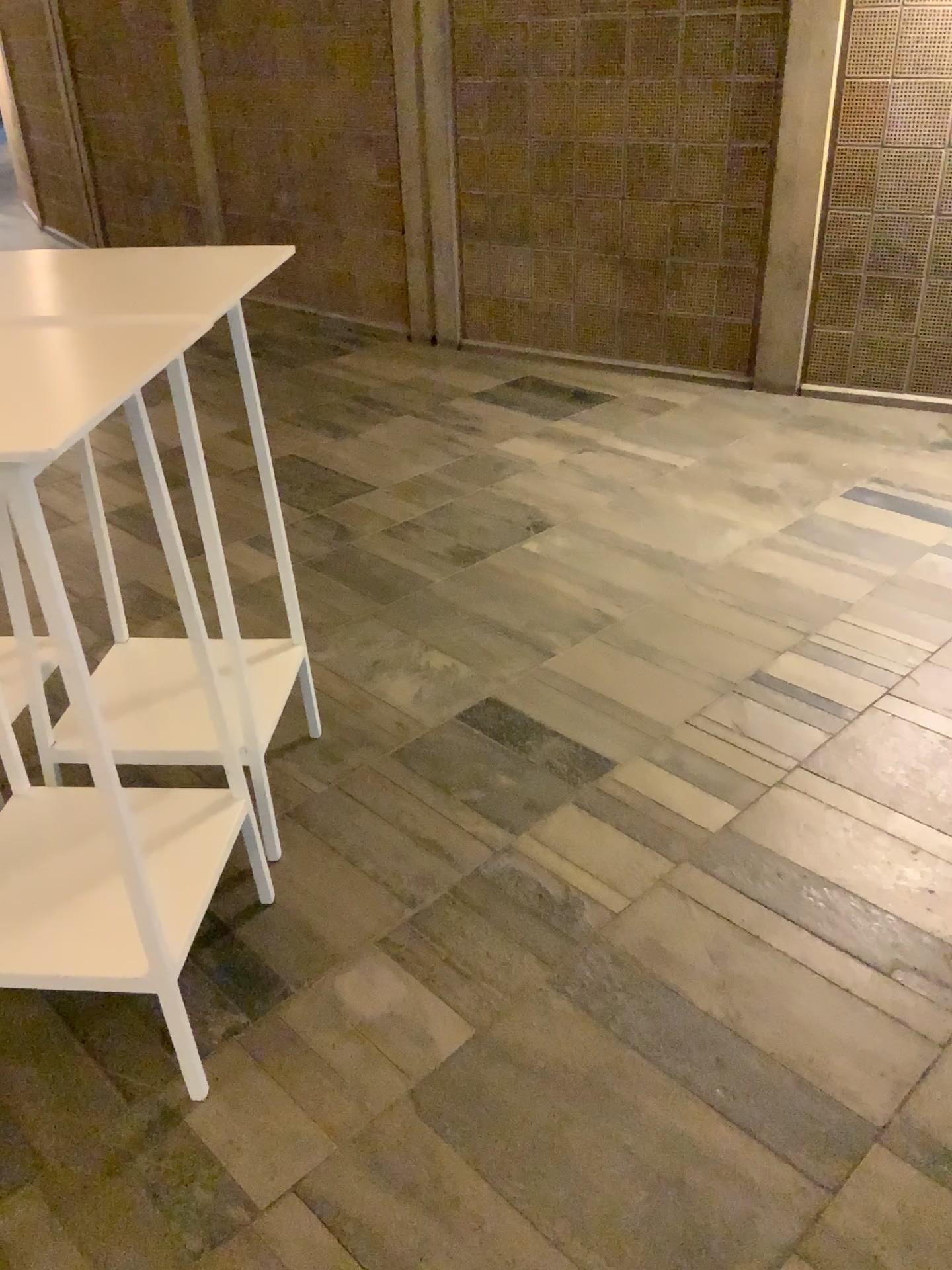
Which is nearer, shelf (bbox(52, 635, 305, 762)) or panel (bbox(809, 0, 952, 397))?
shelf (bbox(52, 635, 305, 762))

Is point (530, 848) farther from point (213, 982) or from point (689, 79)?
point (689, 79)

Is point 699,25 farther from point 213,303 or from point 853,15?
point 213,303

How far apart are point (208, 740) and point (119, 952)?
0.53m

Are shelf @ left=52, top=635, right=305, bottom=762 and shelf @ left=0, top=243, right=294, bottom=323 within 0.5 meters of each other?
no

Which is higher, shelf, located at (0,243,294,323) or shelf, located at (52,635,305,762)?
shelf, located at (0,243,294,323)

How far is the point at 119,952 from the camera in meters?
1.7

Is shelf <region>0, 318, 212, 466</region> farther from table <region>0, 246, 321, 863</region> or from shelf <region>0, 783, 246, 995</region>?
shelf <region>0, 783, 246, 995</region>

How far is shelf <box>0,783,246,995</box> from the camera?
1.71m

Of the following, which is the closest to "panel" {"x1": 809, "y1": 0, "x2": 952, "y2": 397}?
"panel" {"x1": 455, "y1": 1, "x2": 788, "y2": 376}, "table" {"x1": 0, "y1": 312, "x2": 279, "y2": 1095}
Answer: "panel" {"x1": 455, "y1": 1, "x2": 788, "y2": 376}
